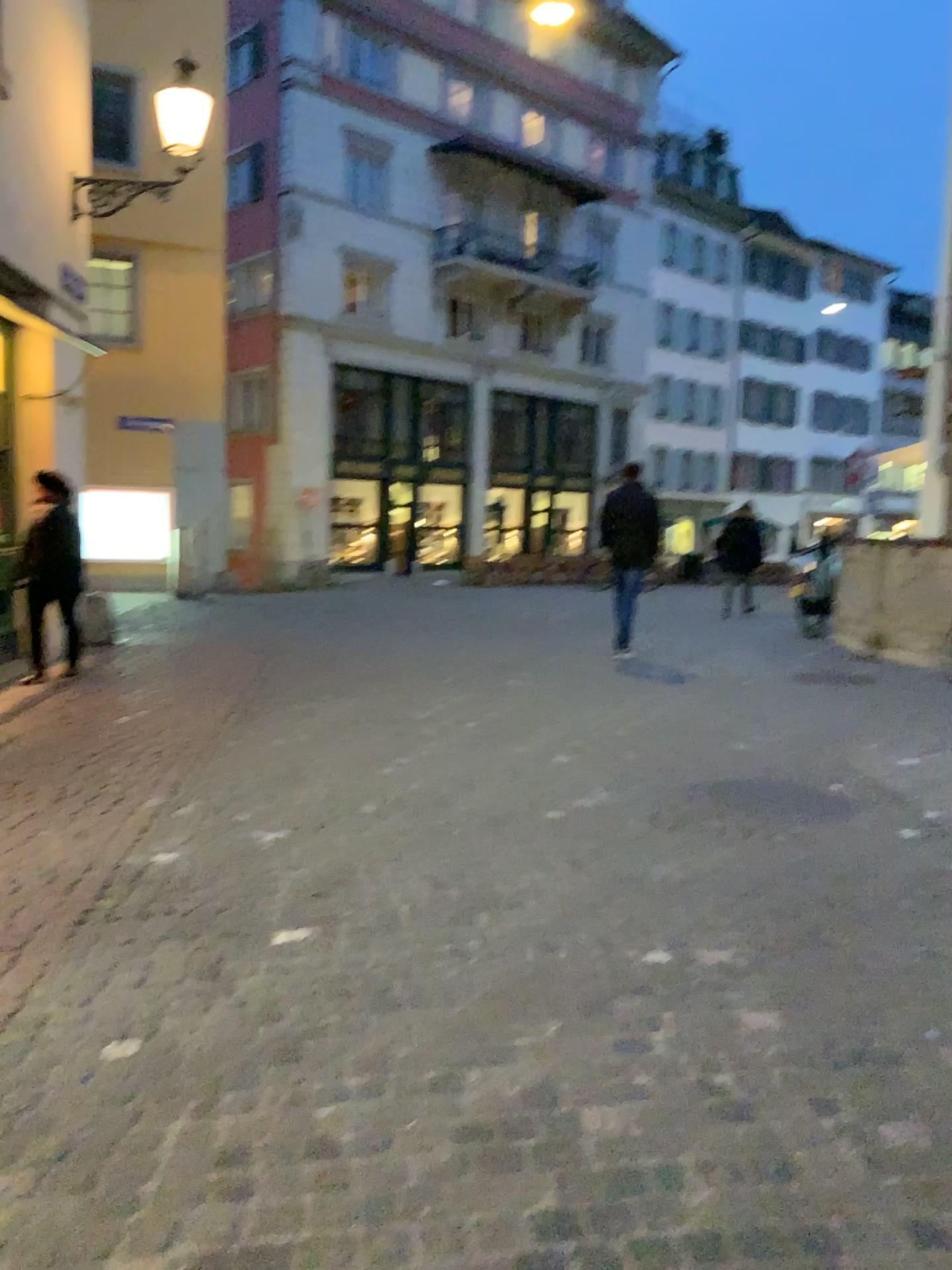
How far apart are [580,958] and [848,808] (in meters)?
2.33
